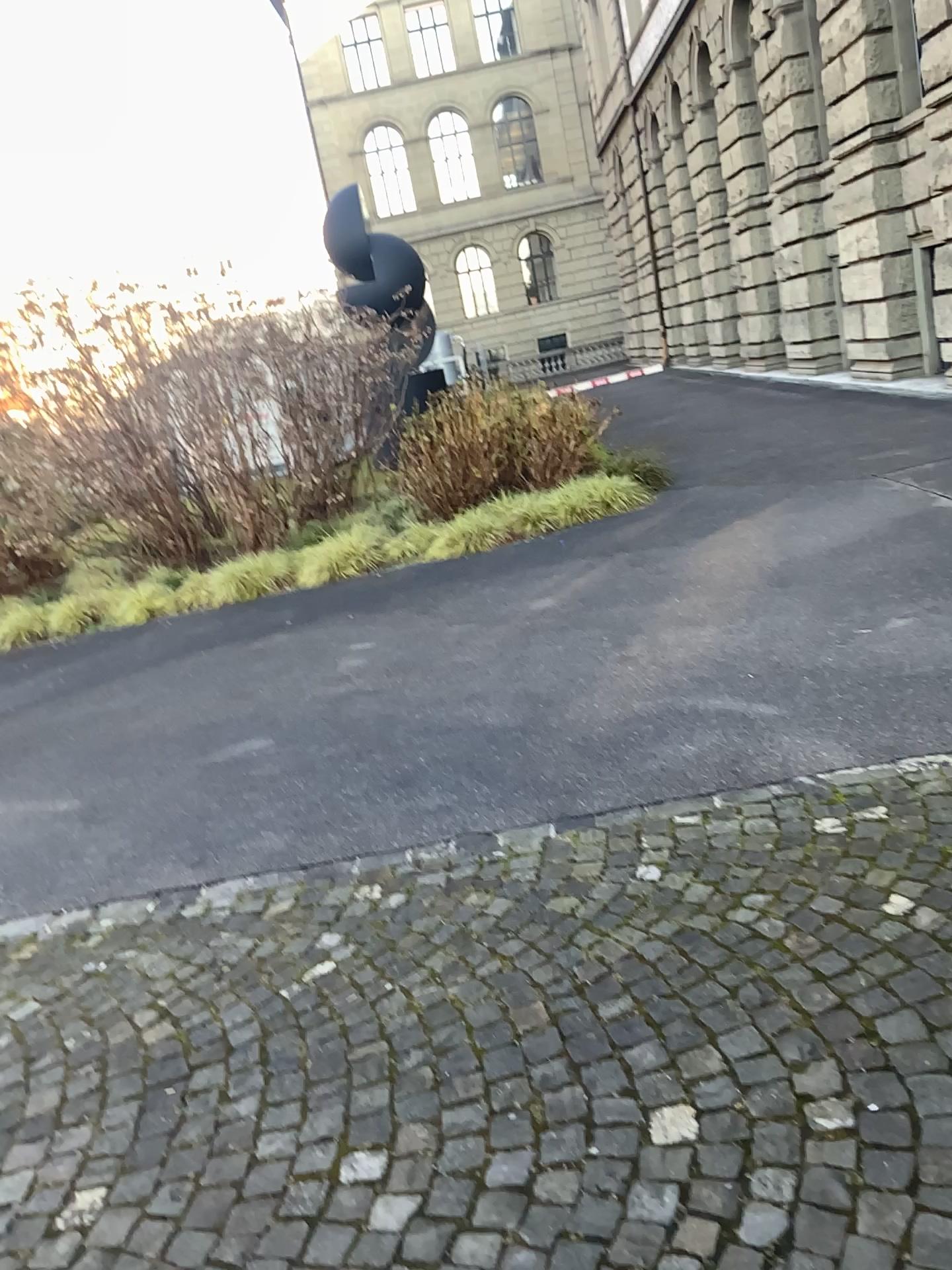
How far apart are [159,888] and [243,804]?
0.6 meters
